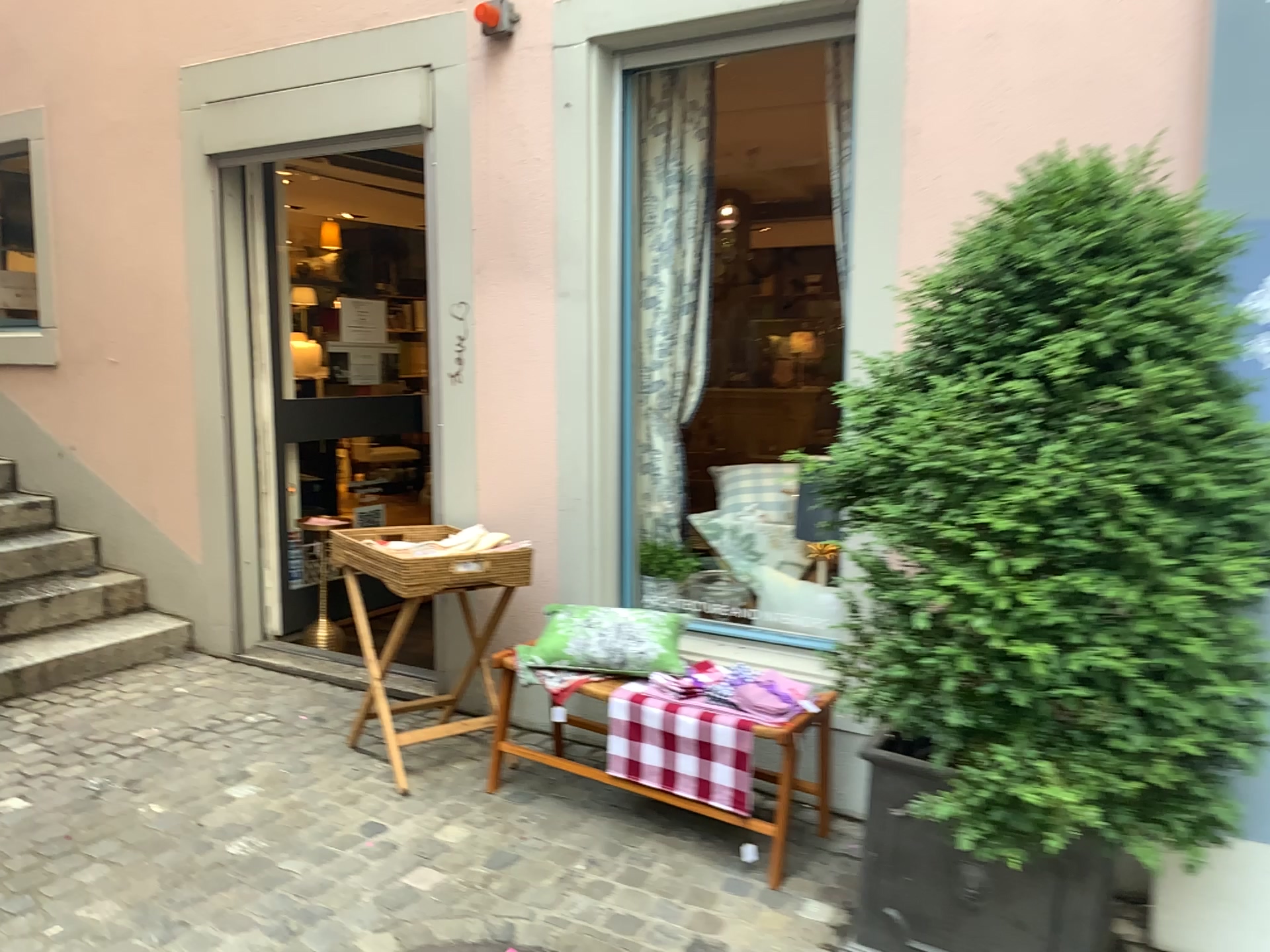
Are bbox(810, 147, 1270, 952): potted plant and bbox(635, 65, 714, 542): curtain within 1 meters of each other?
no

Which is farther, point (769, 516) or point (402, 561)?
point (769, 516)

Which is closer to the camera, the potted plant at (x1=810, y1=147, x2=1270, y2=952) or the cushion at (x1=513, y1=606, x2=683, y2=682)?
the potted plant at (x1=810, y1=147, x2=1270, y2=952)

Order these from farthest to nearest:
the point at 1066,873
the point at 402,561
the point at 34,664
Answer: the point at 34,664 < the point at 402,561 < the point at 1066,873

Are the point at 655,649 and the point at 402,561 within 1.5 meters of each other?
yes

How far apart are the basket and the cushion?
0.3 meters

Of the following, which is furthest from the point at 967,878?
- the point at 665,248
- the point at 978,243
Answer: the point at 665,248

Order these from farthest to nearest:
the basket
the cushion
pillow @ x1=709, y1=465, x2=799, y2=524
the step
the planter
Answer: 1. the step
2. pillow @ x1=709, y1=465, x2=799, y2=524
3. the basket
4. the cushion
5. the planter

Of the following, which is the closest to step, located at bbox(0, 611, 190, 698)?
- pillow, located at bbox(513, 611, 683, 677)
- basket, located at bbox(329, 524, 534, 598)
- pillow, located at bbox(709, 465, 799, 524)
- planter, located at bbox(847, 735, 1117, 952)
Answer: basket, located at bbox(329, 524, 534, 598)

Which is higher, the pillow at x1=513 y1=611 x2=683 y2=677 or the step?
the pillow at x1=513 y1=611 x2=683 y2=677
